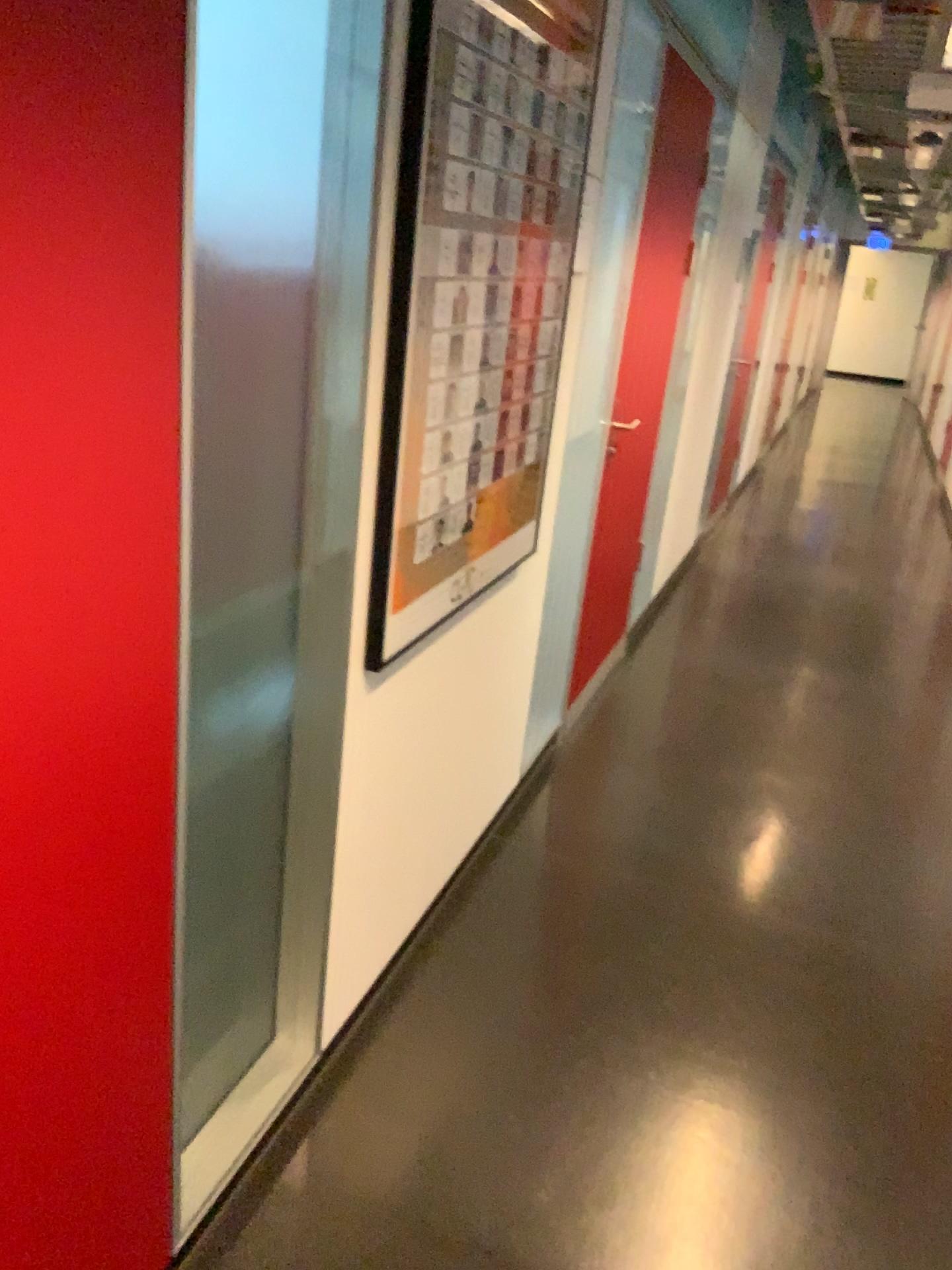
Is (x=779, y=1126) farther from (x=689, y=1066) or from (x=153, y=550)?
(x=153, y=550)

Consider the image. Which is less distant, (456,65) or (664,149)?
(456,65)

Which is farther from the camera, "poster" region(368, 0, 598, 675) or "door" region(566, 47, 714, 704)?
"door" region(566, 47, 714, 704)
